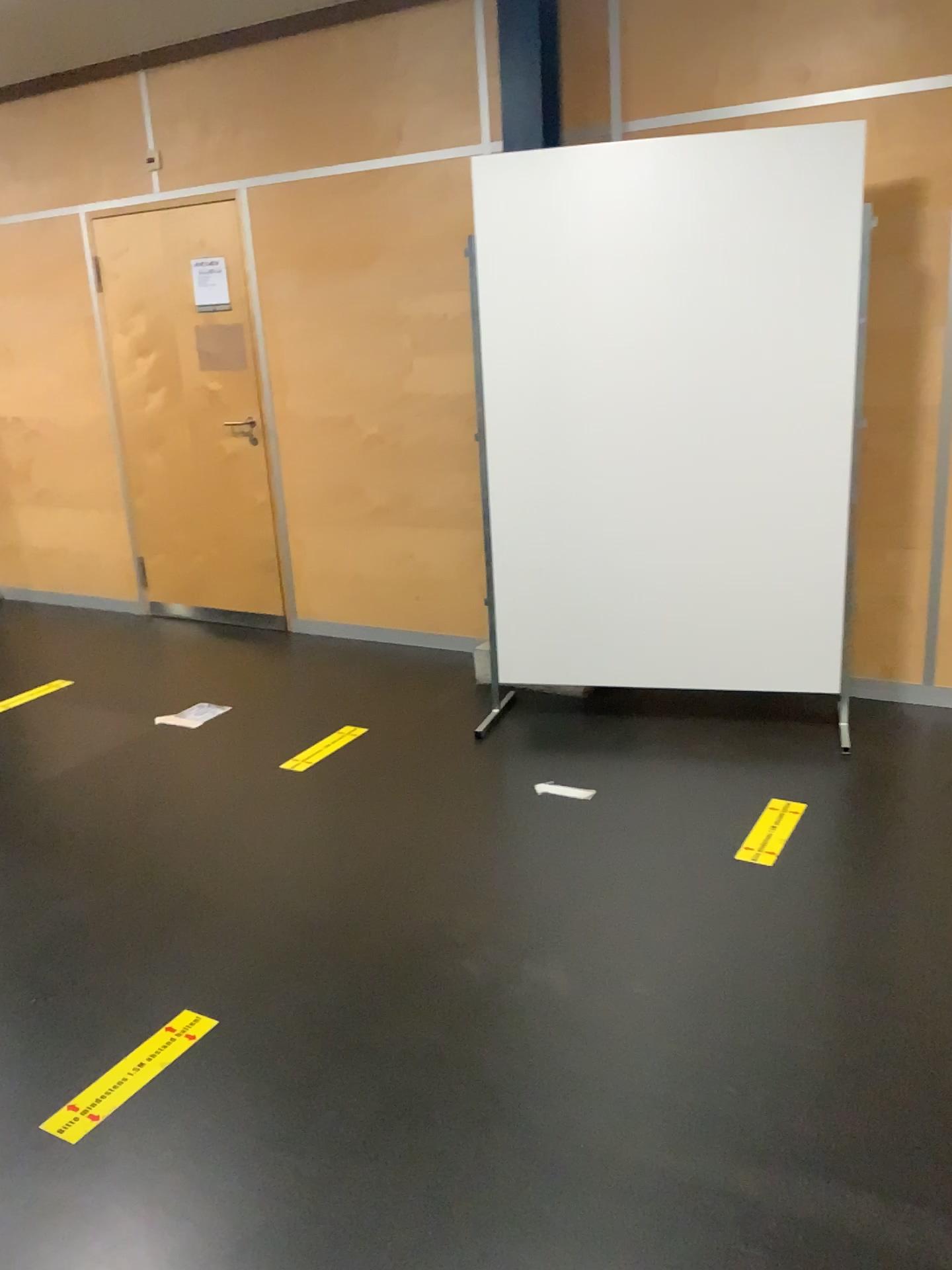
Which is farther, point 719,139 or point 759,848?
point 719,139

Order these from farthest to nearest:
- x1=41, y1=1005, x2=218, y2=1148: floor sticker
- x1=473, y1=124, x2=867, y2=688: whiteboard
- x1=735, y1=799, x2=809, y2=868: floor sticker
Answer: x1=473, y1=124, x2=867, y2=688: whiteboard
x1=735, y1=799, x2=809, y2=868: floor sticker
x1=41, y1=1005, x2=218, y2=1148: floor sticker

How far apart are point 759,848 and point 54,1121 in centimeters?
179cm

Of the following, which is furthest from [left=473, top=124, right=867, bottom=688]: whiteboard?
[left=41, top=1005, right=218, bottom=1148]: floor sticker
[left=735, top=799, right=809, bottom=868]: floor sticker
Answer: [left=41, top=1005, right=218, bottom=1148]: floor sticker

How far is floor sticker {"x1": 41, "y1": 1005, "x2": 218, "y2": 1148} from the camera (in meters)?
2.01

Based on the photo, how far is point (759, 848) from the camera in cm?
282

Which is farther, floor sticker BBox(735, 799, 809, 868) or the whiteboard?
the whiteboard

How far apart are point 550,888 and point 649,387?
1.7 meters

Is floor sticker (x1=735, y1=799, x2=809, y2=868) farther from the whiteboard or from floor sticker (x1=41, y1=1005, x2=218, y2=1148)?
floor sticker (x1=41, y1=1005, x2=218, y2=1148)

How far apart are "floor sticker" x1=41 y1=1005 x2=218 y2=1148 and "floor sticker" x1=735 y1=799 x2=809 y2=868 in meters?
1.4
